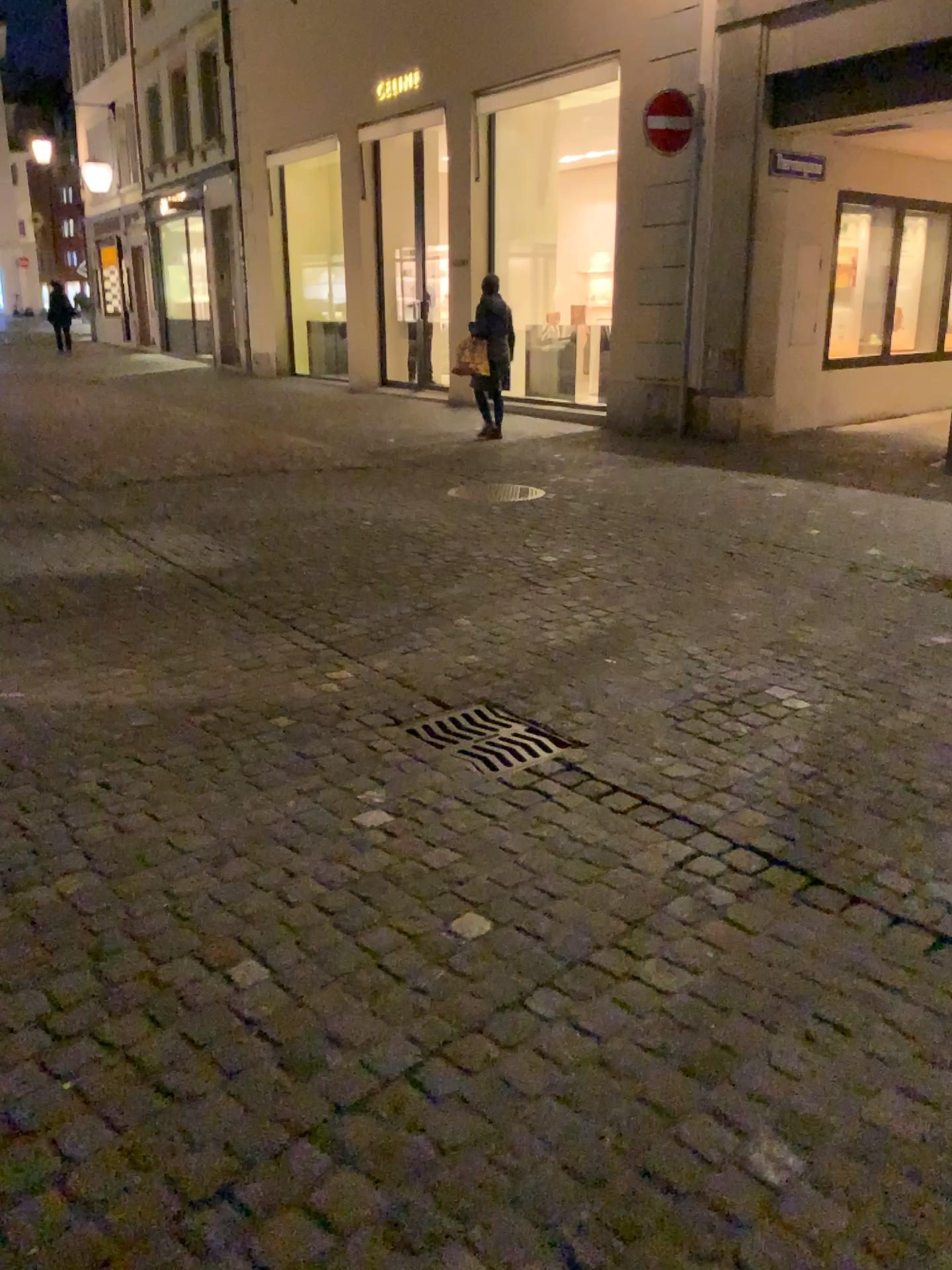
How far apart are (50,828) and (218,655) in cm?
142

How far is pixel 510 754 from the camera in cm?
323

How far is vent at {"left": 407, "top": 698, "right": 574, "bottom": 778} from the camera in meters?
3.2

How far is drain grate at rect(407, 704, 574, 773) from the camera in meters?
3.2 m

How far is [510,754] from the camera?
3.2 meters
